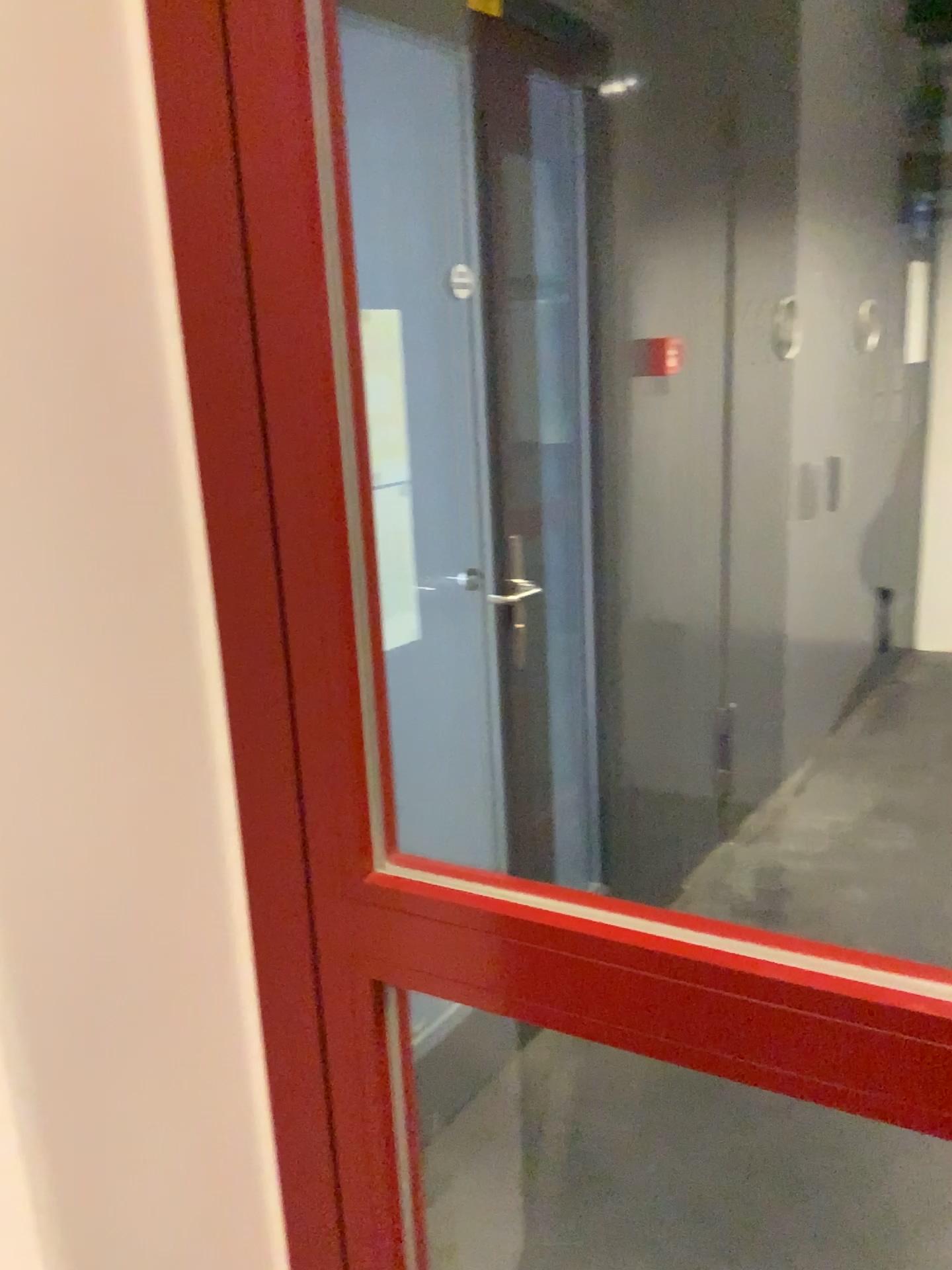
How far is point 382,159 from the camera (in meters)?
1.31

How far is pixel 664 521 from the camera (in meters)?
2.67

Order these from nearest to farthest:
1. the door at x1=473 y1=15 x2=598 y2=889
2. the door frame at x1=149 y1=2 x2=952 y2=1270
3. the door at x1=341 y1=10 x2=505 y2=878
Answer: the door frame at x1=149 y1=2 x2=952 y2=1270, the door at x1=341 y1=10 x2=505 y2=878, the door at x1=473 y1=15 x2=598 y2=889

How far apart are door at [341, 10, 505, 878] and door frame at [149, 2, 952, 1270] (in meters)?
0.36

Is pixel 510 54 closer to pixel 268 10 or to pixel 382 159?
pixel 382 159

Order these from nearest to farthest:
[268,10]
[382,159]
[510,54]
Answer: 1. [268,10]
2. [382,159]
3. [510,54]

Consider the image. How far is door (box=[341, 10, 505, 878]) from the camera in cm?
131

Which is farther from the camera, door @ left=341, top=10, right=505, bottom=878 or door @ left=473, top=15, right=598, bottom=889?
door @ left=473, top=15, right=598, bottom=889

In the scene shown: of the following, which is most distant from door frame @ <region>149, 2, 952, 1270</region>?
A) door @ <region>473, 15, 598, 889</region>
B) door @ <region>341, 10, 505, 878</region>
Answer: door @ <region>473, 15, 598, 889</region>

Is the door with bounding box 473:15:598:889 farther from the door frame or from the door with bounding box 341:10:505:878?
the door frame
